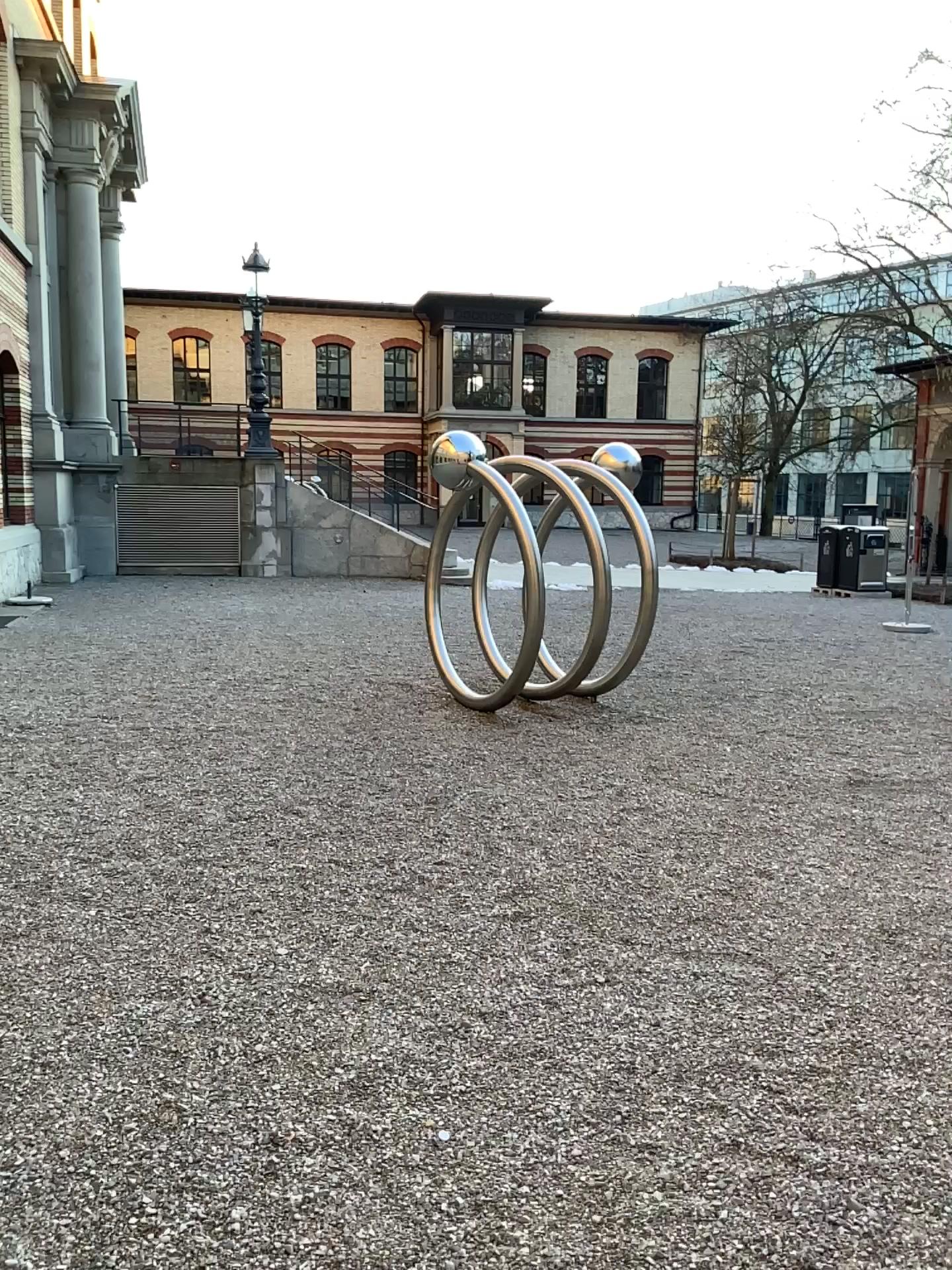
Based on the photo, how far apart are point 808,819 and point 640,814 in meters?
0.8
